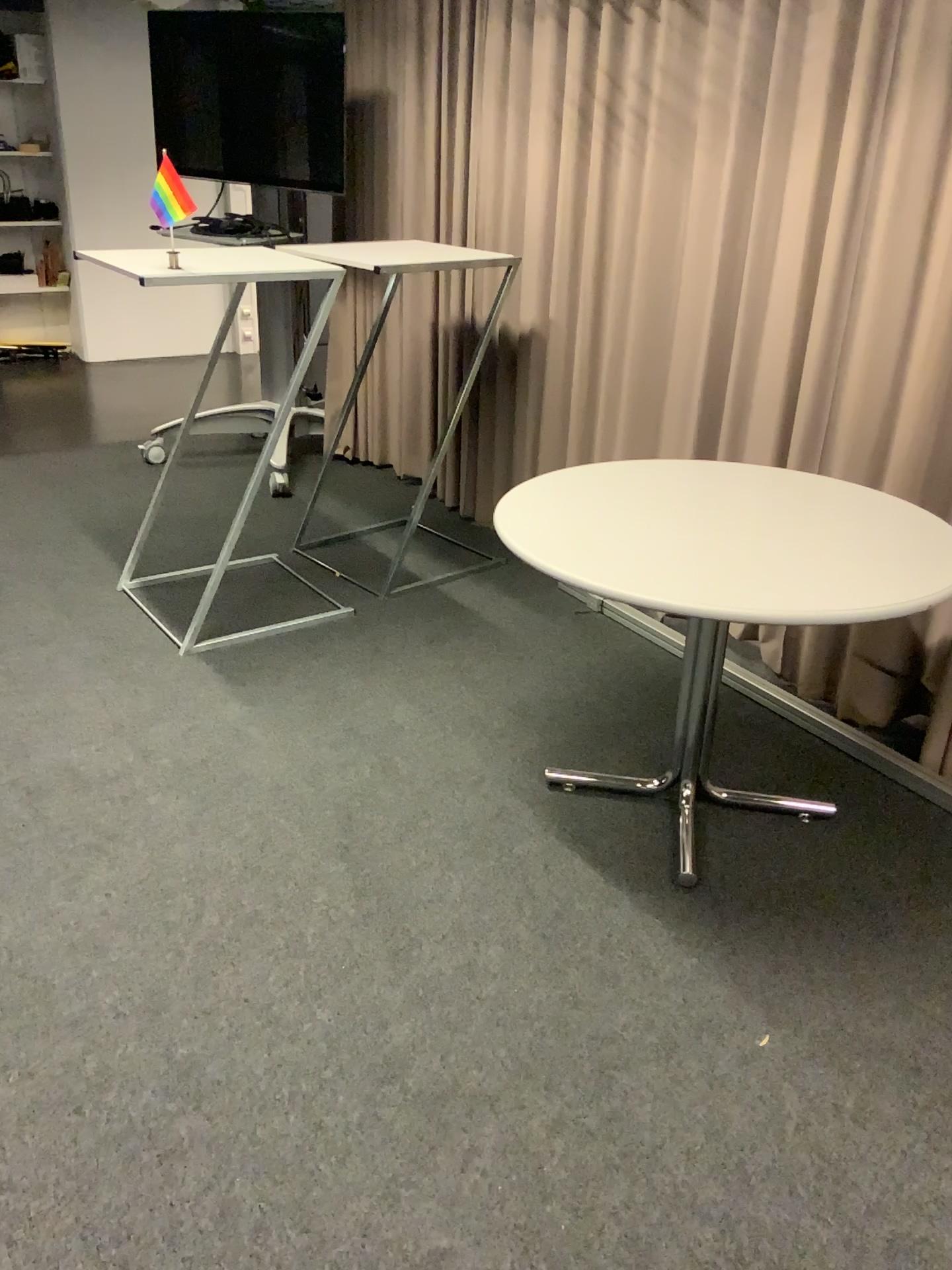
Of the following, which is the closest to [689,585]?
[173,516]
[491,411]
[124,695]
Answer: [124,695]
